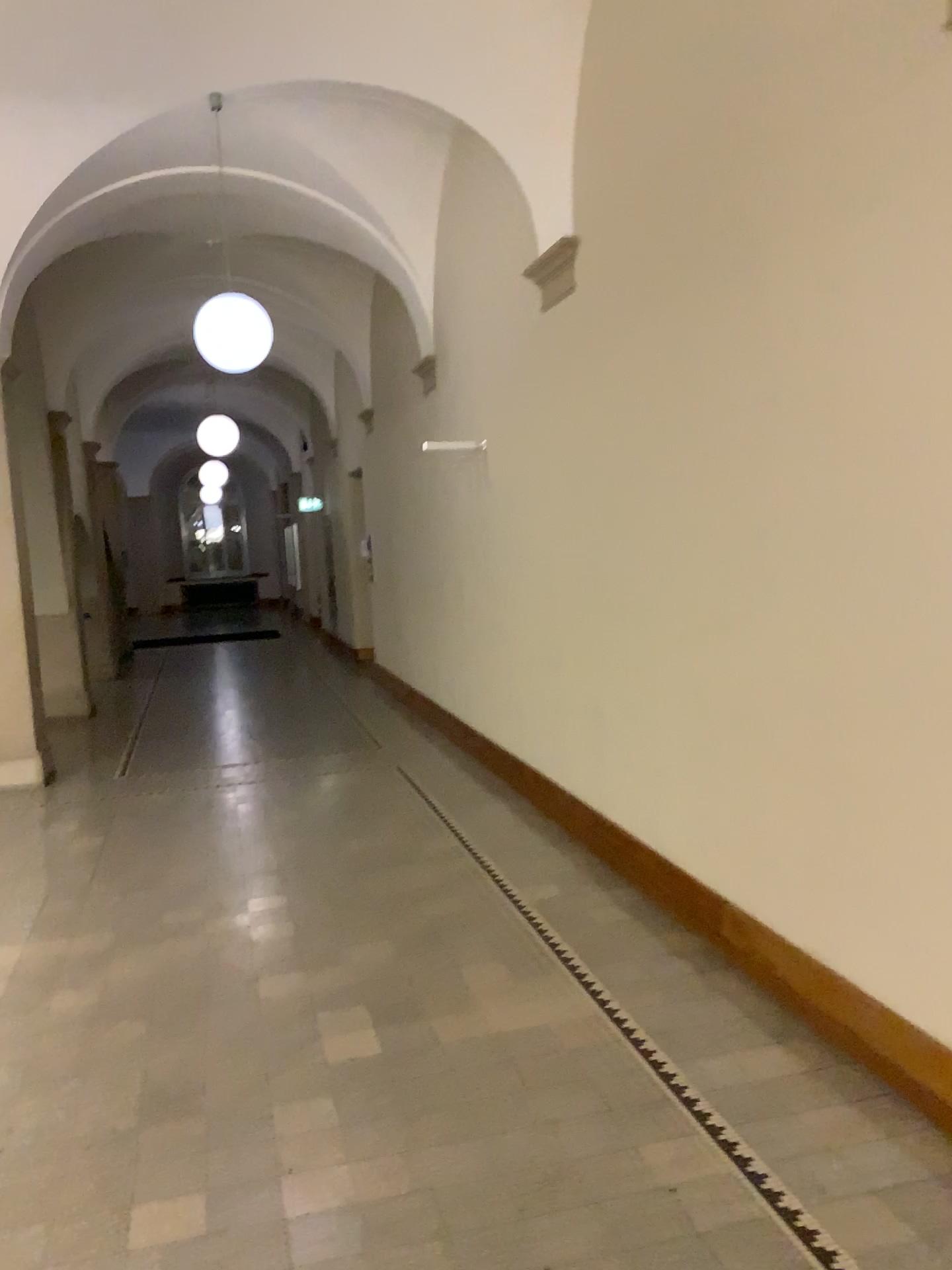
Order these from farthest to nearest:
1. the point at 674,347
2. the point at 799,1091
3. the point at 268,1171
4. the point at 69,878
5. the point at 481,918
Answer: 1. the point at 69,878
2. the point at 481,918
3. the point at 674,347
4. the point at 799,1091
5. the point at 268,1171
